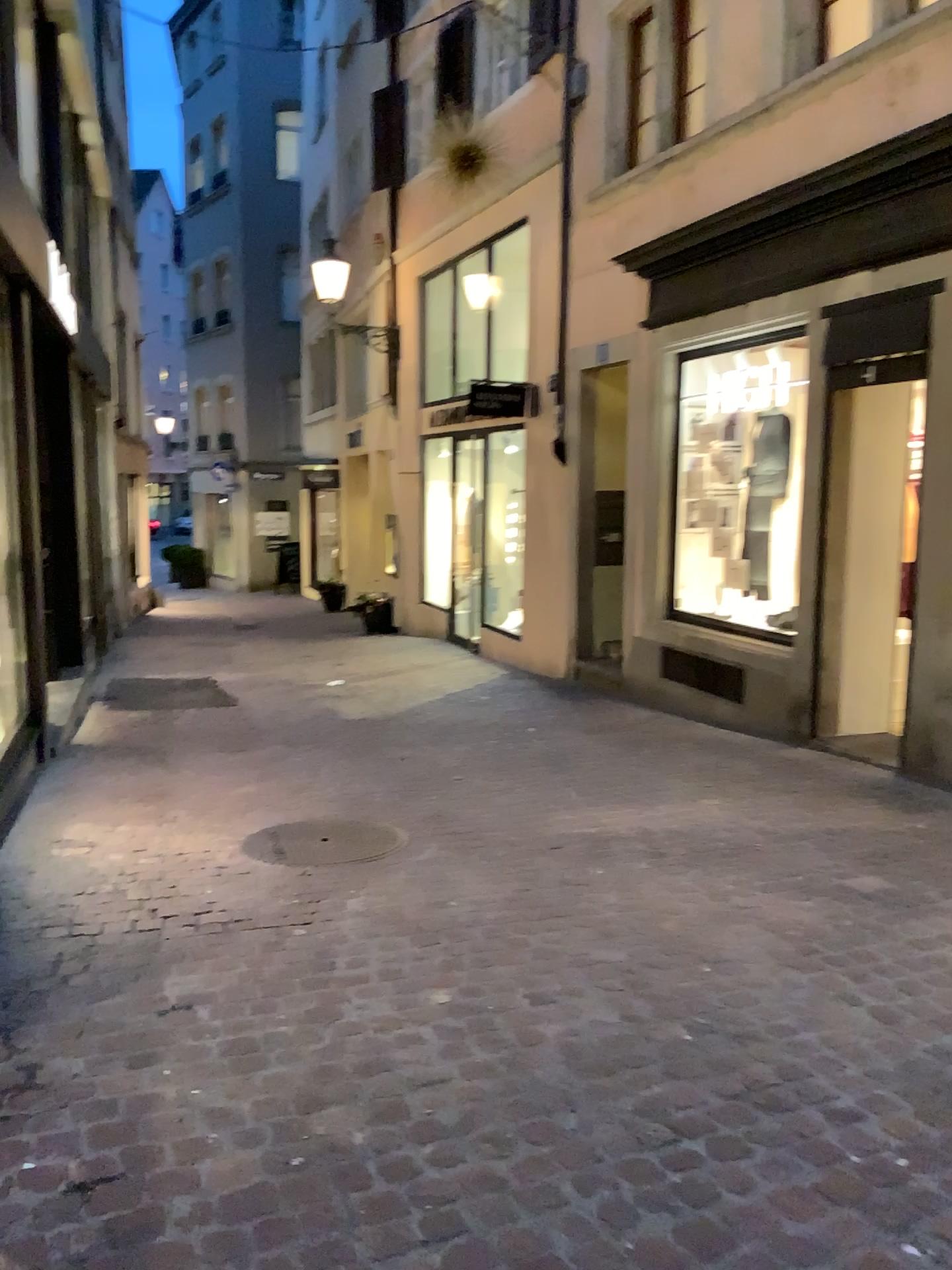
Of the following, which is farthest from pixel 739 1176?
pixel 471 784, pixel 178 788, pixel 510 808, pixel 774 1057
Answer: pixel 178 788
